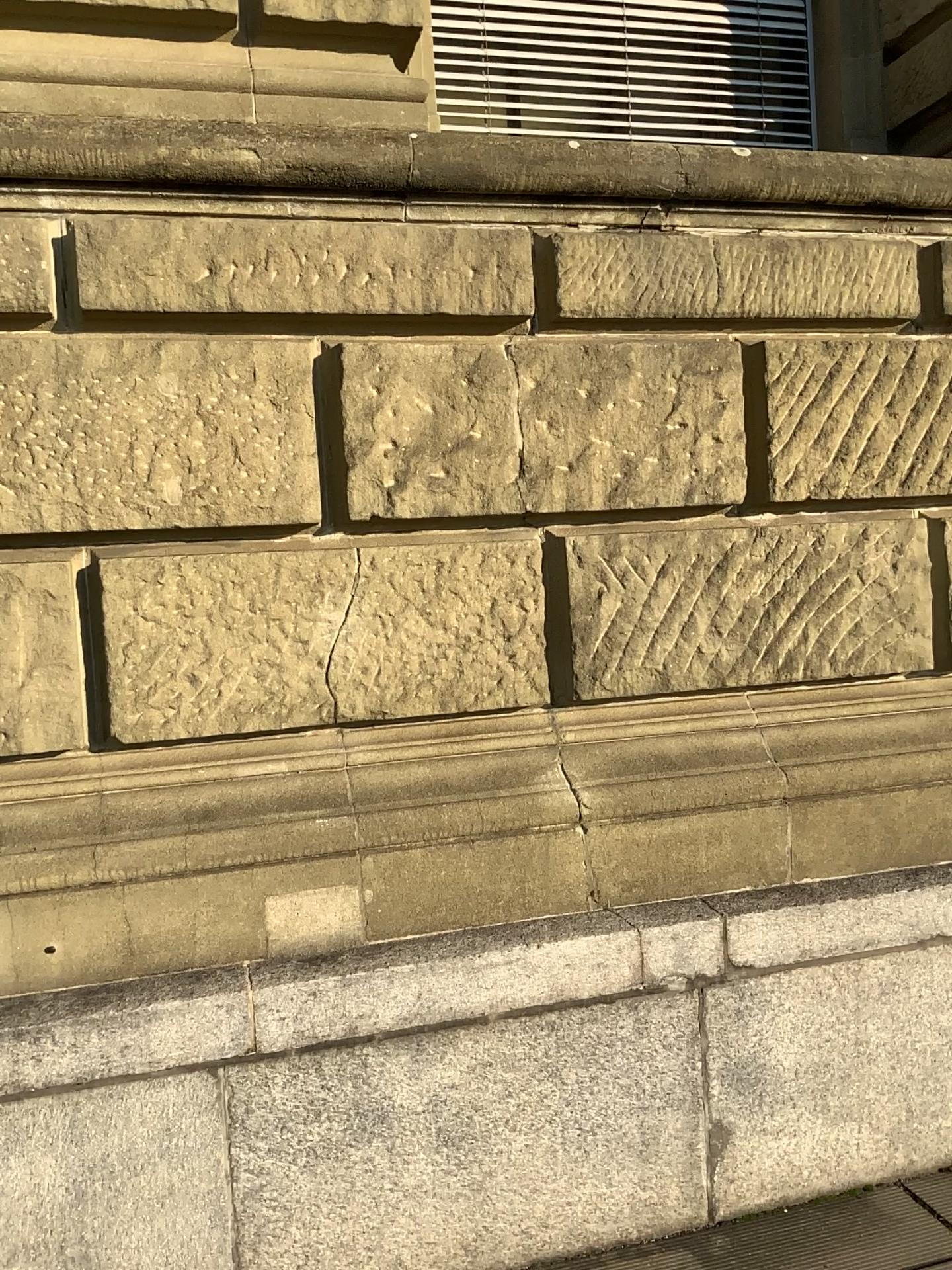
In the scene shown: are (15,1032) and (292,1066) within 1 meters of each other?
yes

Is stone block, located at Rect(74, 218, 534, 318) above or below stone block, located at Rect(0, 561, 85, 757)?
above

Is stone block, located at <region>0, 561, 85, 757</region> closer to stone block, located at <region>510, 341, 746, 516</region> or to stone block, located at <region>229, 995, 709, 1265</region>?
stone block, located at <region>229, 995, 709, 1265</region>

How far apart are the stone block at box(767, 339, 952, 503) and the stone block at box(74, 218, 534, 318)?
0.7 meters

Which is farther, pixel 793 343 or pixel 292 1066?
pixel 793 343

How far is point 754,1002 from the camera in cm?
267

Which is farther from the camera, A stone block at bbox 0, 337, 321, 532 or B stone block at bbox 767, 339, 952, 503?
B stone block at bbox 767, 339, 952, 503

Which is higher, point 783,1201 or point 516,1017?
point 516,1017

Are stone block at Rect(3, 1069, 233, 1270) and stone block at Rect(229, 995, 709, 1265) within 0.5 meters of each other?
yes

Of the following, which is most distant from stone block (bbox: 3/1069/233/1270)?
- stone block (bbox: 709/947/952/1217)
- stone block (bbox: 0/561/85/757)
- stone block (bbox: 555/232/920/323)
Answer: stone block (bbox: 555/232/920/323)
